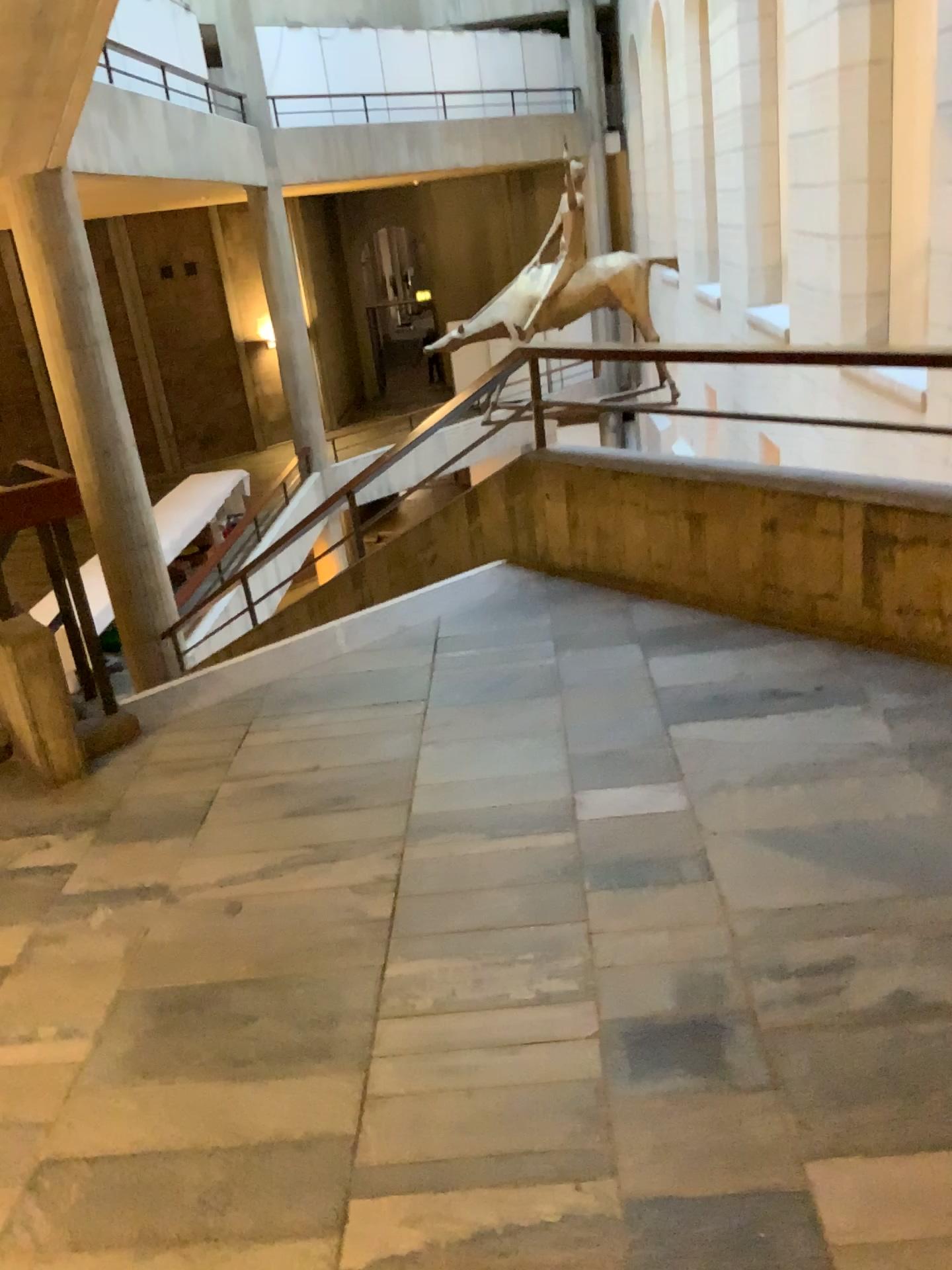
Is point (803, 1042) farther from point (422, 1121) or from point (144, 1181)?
point (144, 1181)
